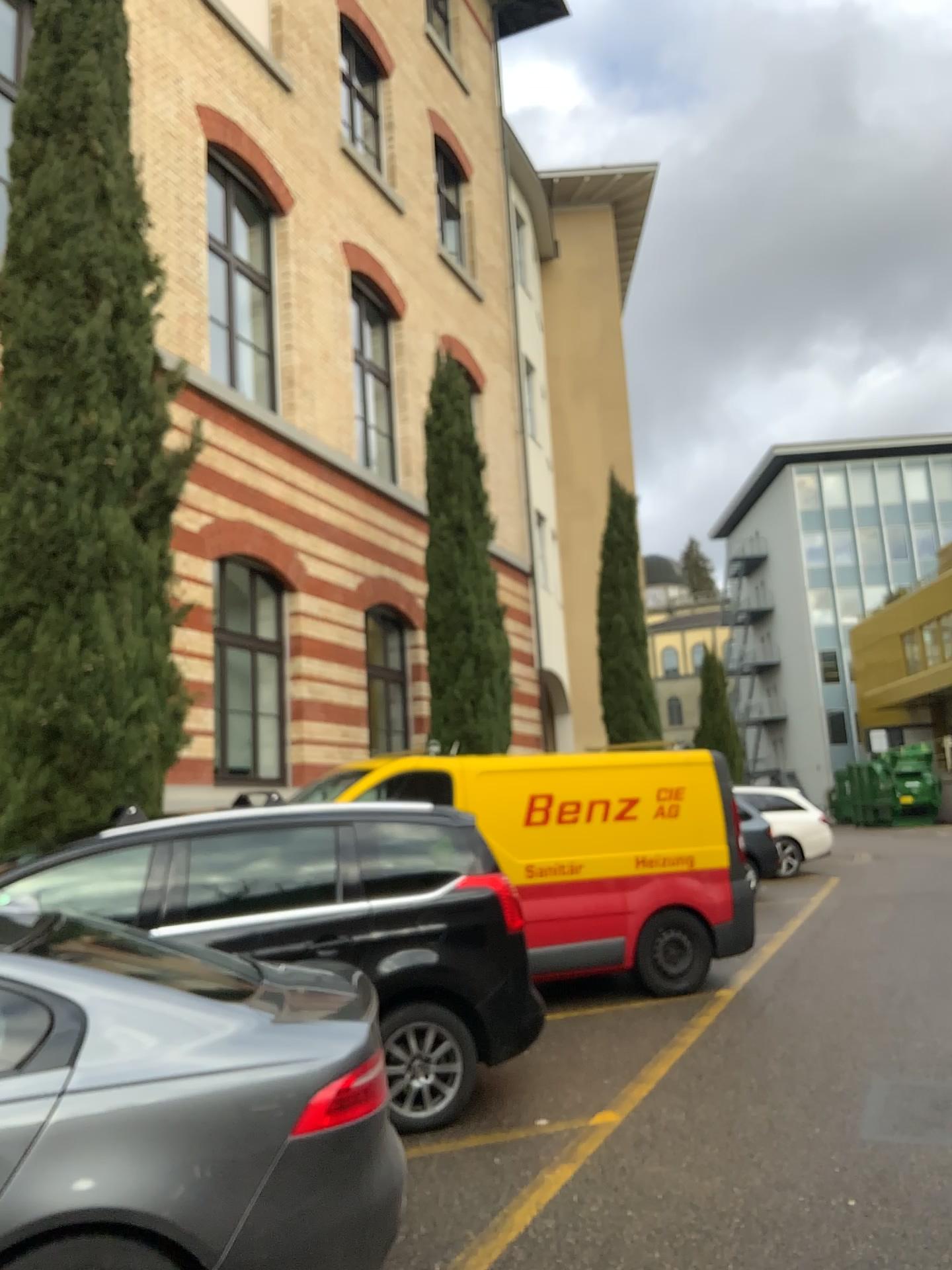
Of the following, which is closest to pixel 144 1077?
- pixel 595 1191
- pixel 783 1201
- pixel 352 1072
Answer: pixel 352 1072
